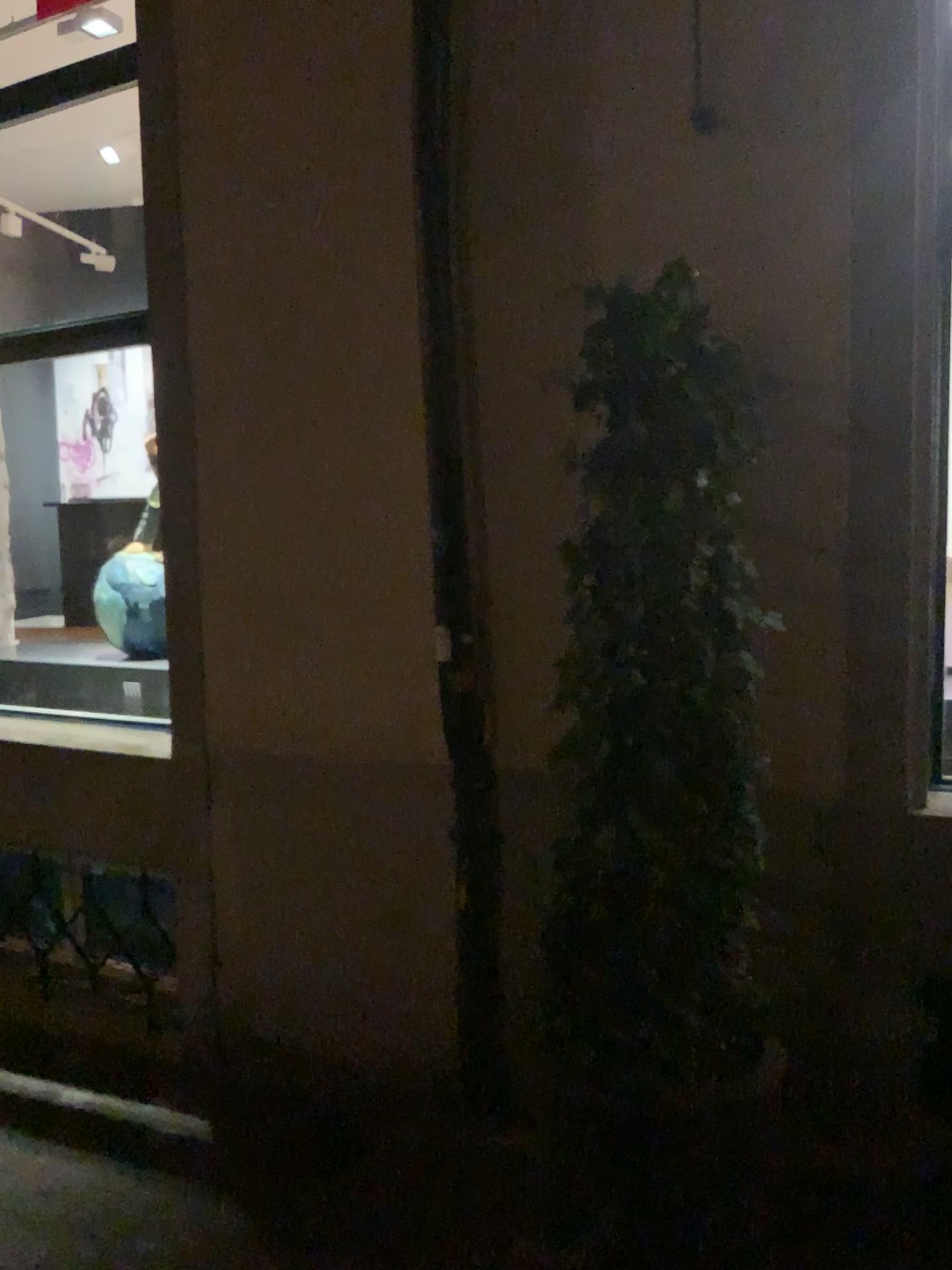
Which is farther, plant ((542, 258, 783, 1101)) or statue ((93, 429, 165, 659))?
statue ((93, 429, 165, 659))

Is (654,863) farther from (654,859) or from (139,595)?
(139,595)

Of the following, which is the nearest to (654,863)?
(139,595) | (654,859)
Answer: (654,859)

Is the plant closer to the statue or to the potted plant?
the potted plant

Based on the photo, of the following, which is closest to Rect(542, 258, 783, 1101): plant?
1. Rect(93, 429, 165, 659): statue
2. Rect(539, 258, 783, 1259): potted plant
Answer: Rect(539, 258, 783, 1259): potted plant

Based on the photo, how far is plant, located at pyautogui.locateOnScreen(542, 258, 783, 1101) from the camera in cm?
218

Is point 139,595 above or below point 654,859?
above

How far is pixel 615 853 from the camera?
2.2 meters
